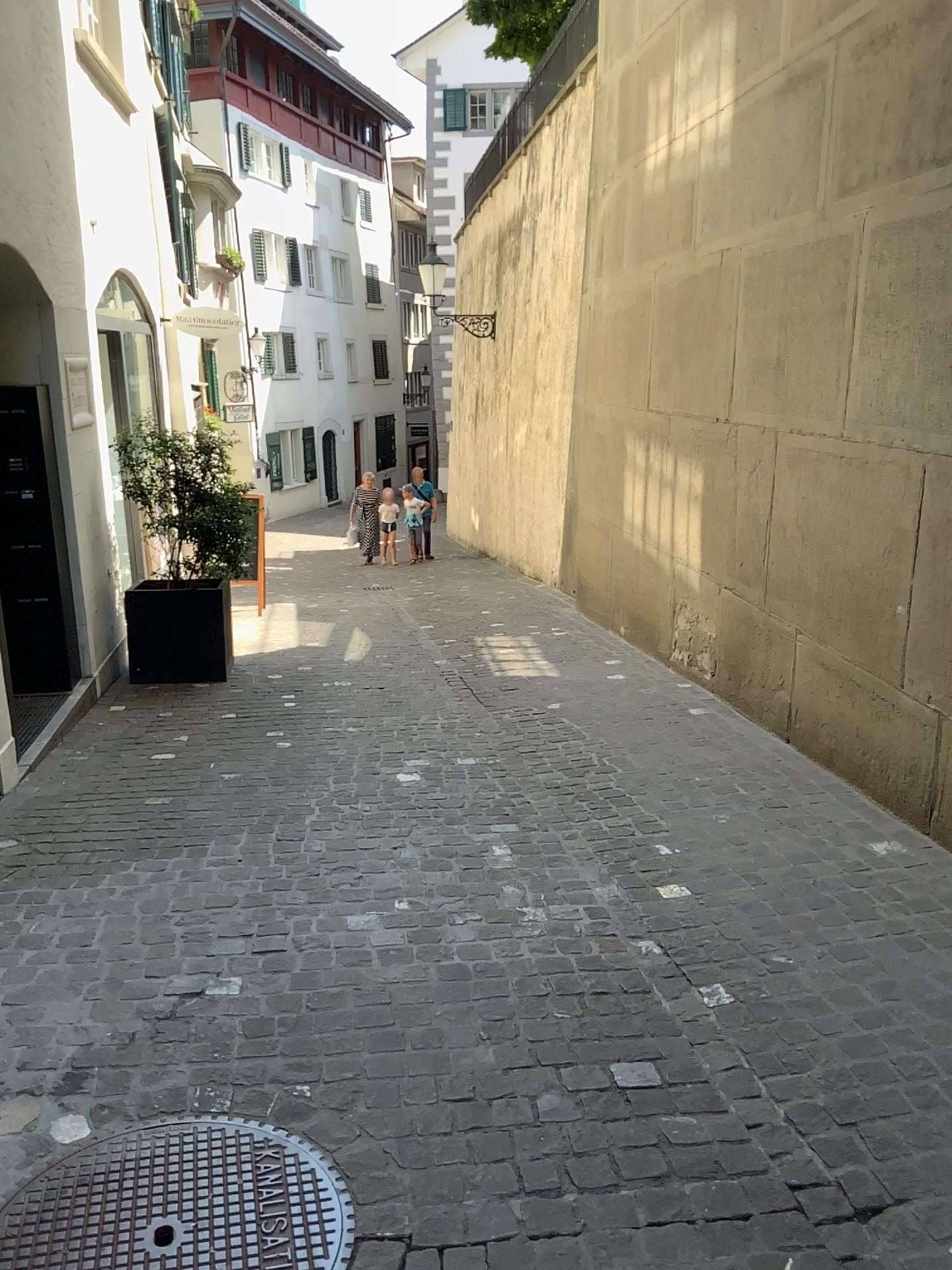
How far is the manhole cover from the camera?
2.01m

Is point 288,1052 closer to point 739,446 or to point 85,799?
point 85,799

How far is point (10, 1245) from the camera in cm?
201
